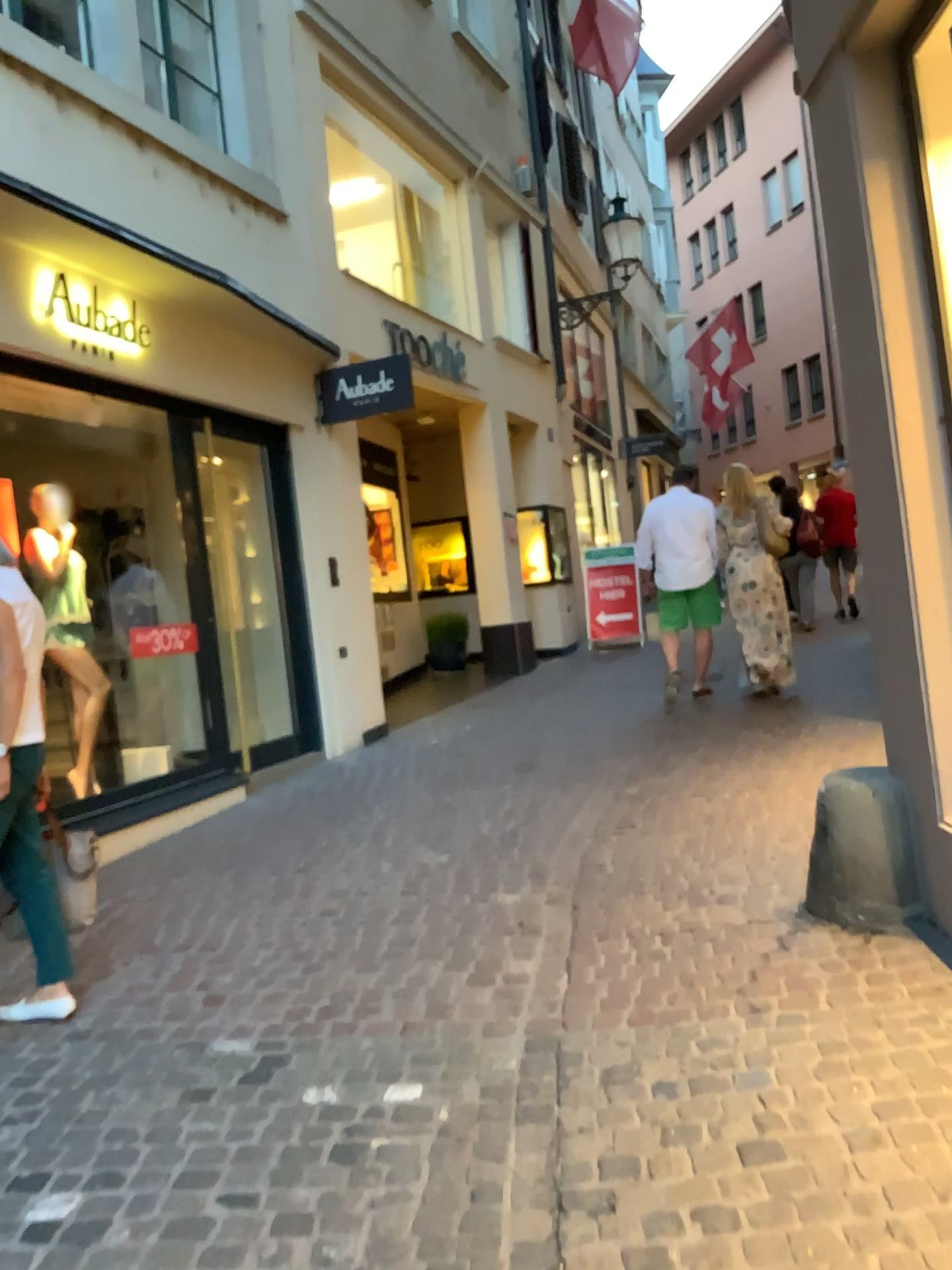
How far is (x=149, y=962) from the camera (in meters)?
3.73
